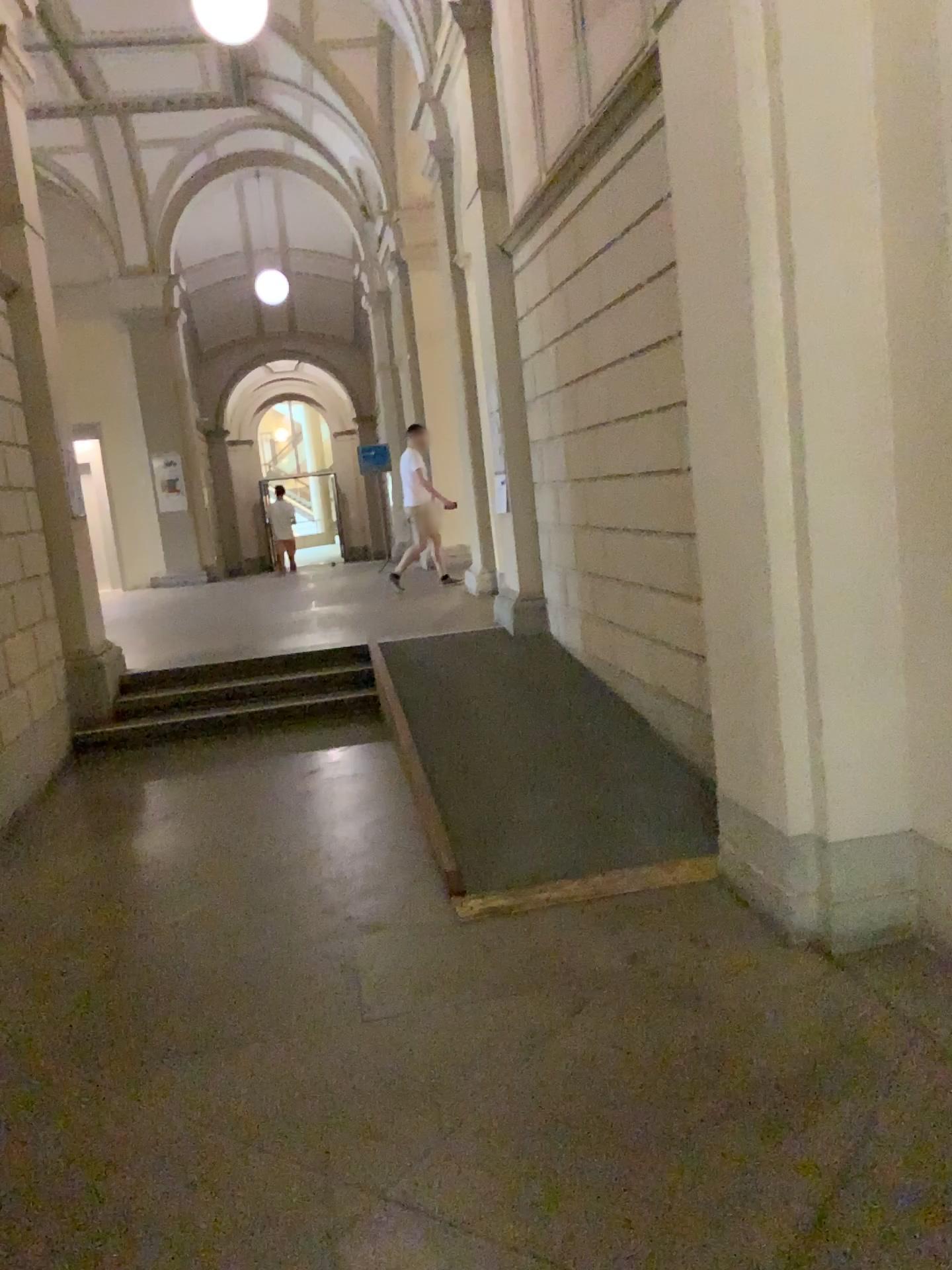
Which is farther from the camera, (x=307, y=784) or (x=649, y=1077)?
(x=307, y=784)
